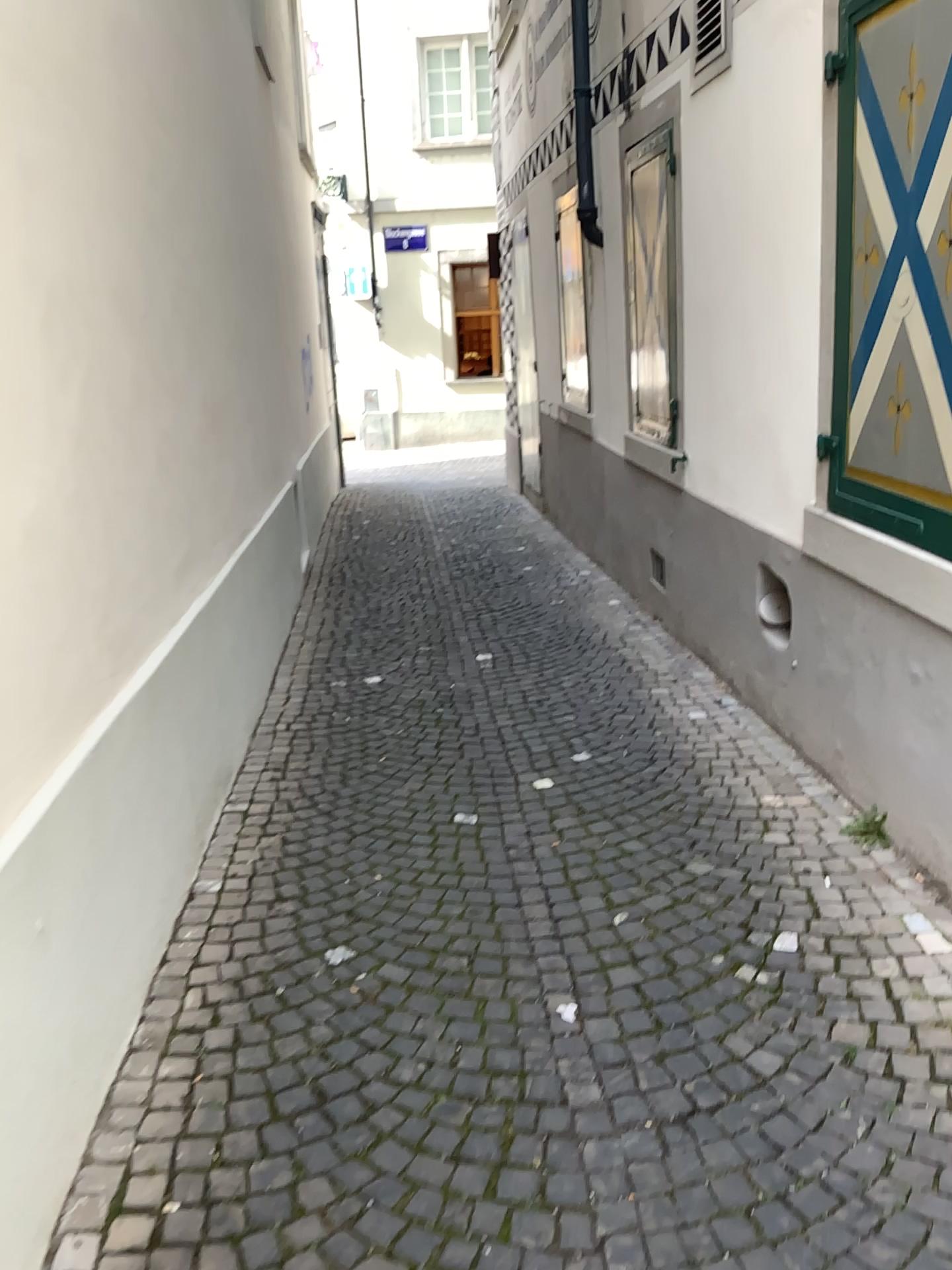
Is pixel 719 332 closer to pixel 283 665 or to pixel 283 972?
pixel 283 665
